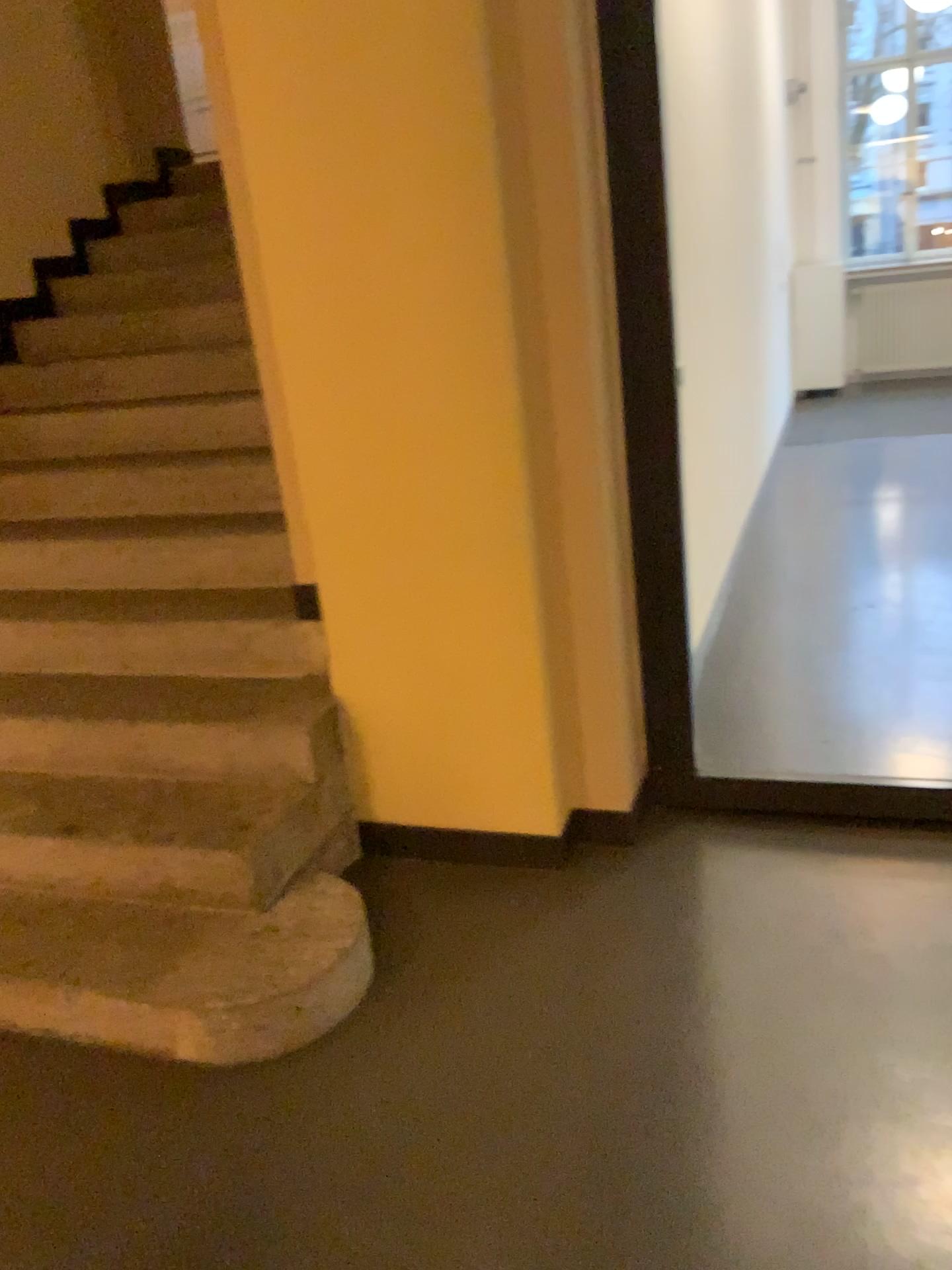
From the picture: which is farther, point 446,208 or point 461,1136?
point 446,208
